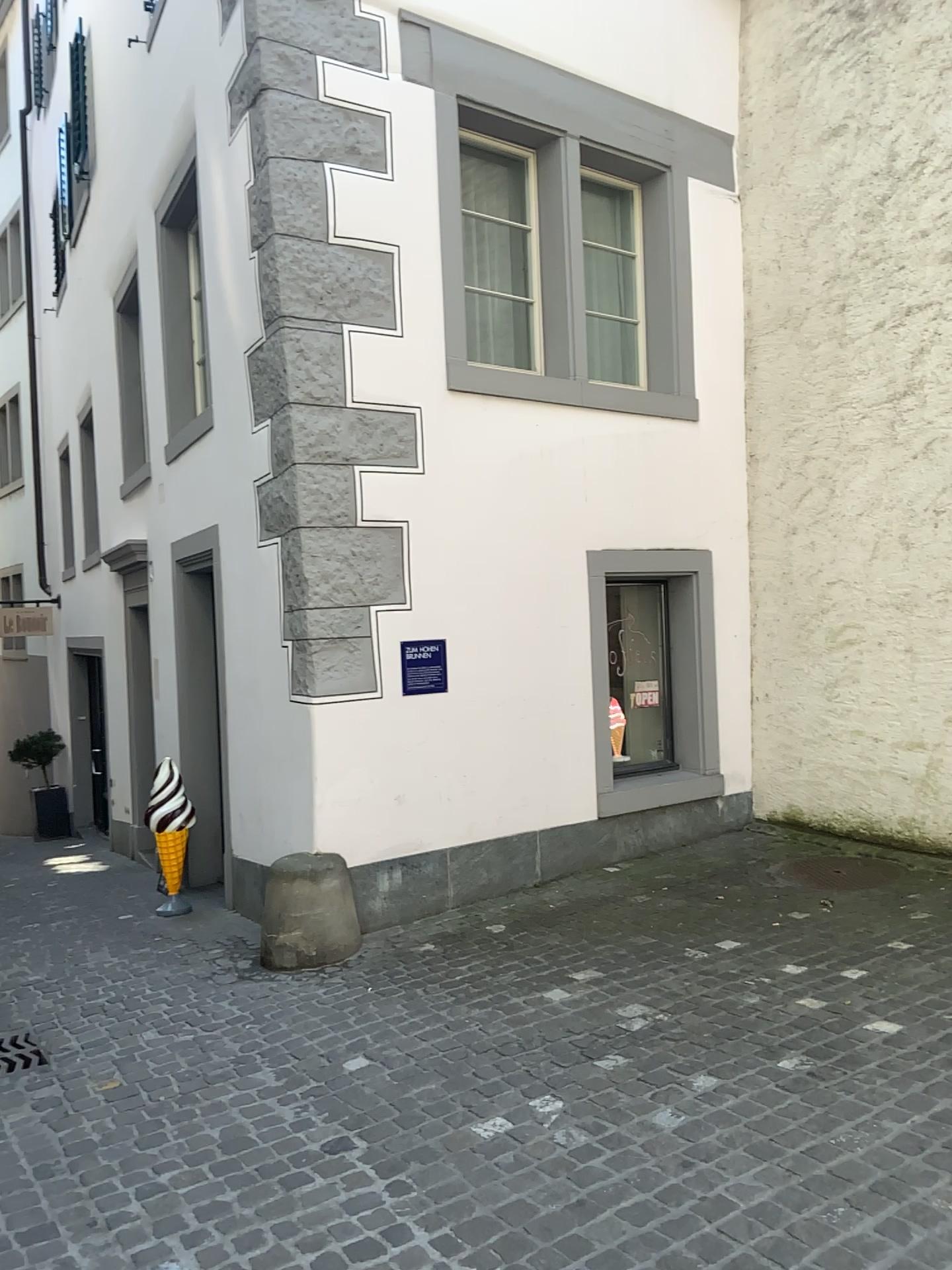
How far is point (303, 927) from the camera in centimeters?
481cm

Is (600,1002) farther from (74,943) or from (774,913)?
(74,943)

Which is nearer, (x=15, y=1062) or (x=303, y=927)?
(x=15, y=1062)

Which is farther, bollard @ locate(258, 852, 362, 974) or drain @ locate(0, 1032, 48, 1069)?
bollard @ locate(258, 852, 362, 974)

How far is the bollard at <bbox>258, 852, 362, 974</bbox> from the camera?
4.81m
